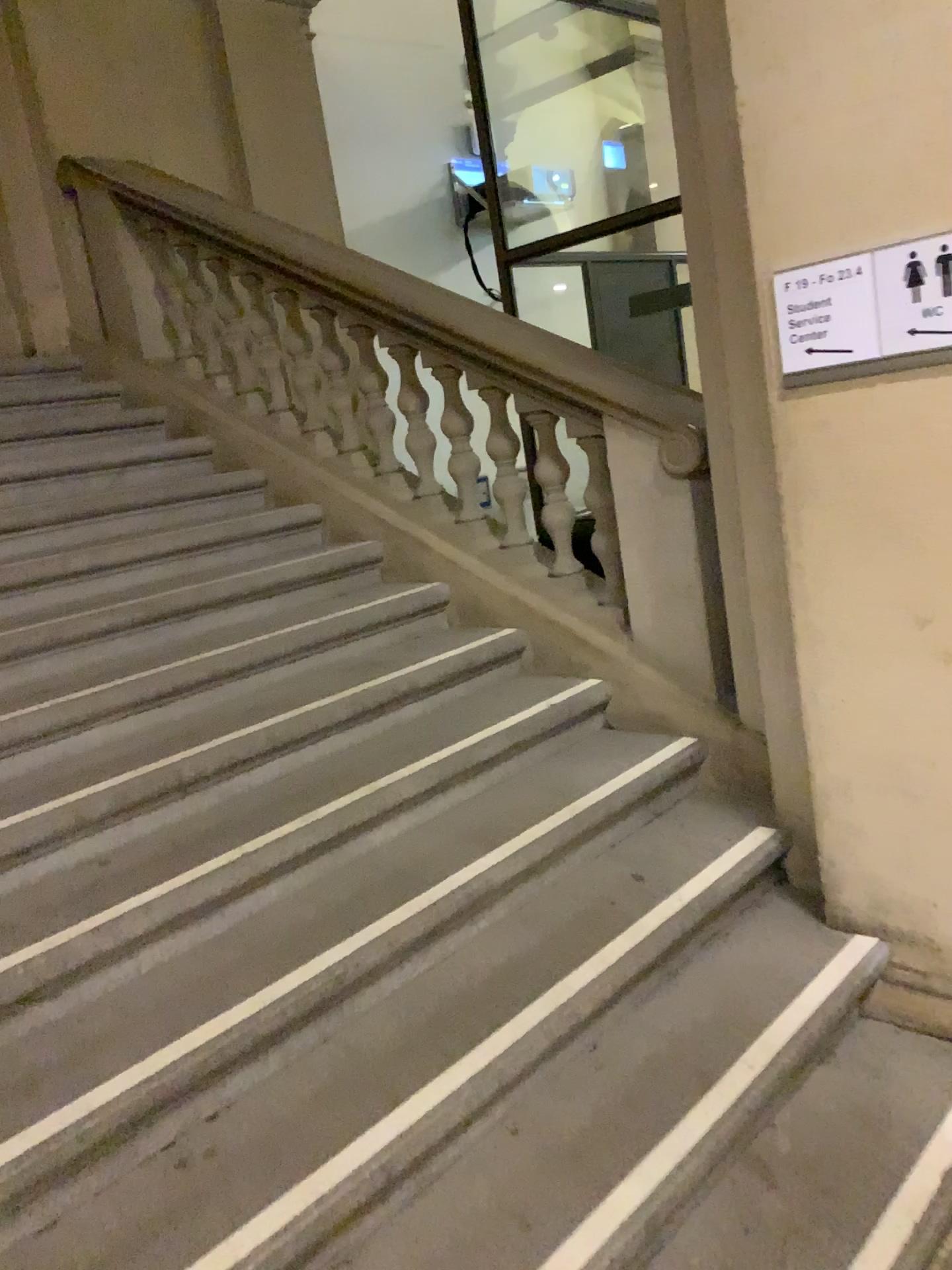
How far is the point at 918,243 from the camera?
2.0m

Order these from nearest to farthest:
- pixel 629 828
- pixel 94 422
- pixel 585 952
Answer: pixel 585 952
pixel 629 828
pixel 94 422

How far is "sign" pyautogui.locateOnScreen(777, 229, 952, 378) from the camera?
2.0 meters
